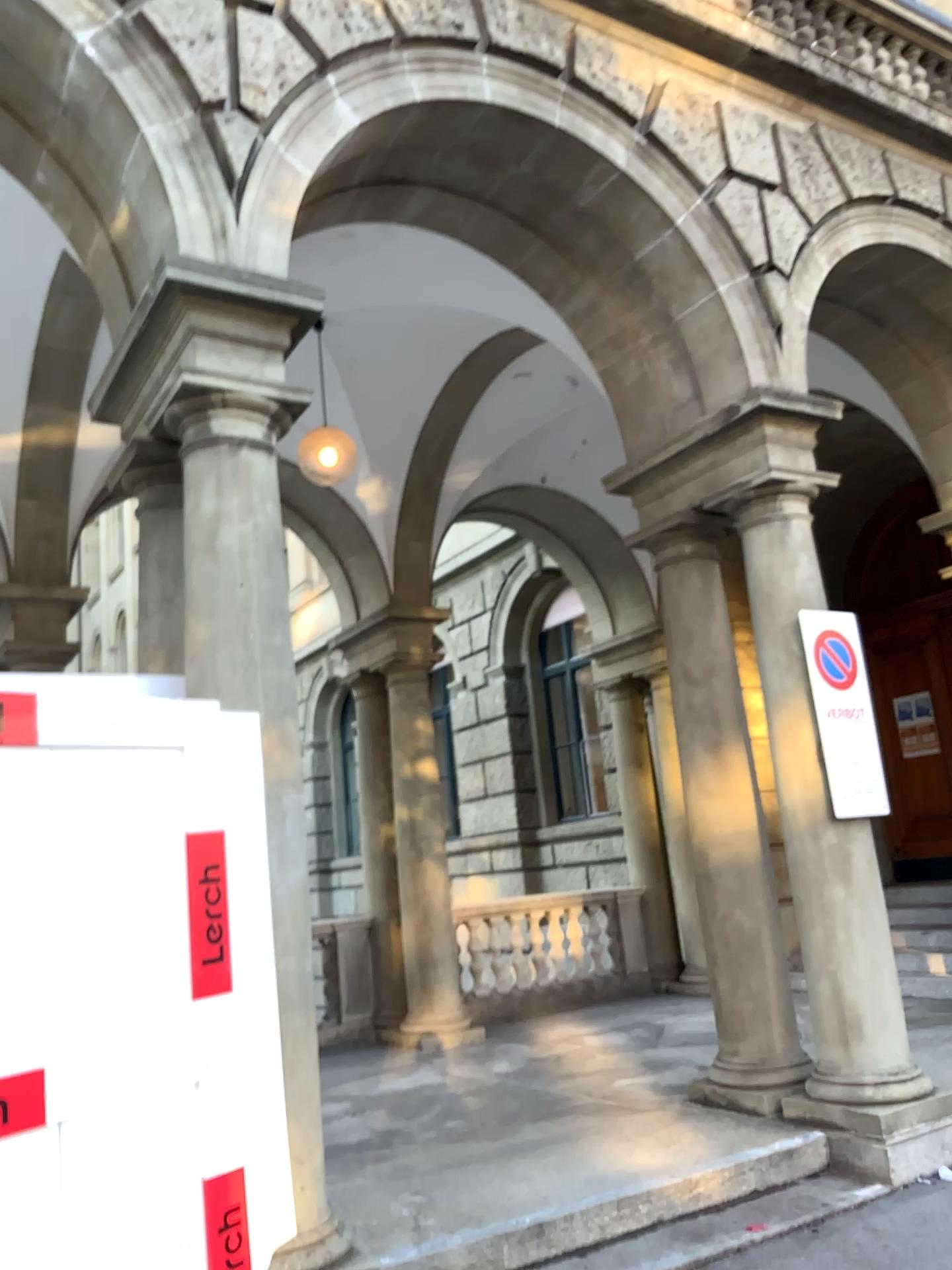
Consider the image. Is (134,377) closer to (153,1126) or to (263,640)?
(263,640)
